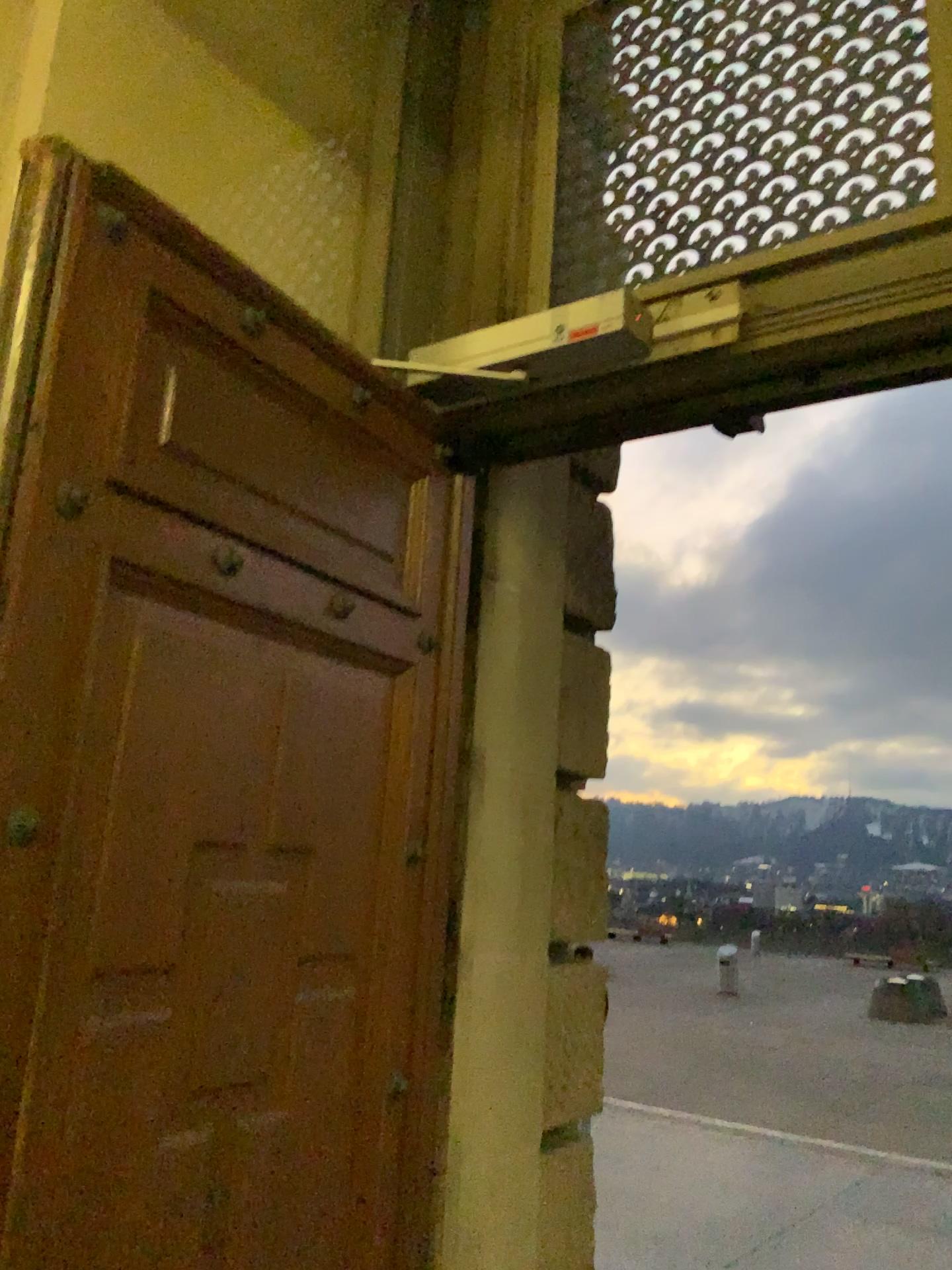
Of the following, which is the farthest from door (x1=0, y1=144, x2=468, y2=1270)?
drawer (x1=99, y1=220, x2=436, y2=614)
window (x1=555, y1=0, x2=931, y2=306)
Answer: window (x1=555, y1=0, x2=931, y2=306)

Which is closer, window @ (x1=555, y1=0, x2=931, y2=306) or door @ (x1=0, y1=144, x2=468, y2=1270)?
door @ (x1=0, y1=144, x2=468, y2=1270)

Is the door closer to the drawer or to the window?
the drawer

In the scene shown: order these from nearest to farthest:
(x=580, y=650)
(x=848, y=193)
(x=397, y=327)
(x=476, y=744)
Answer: (x=848, y=193) → (x=476, y=744) → (x=397, y=327) → (x=580, y=650)

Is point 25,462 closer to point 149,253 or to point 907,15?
point 149,253

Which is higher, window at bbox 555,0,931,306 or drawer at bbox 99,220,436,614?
window at bbox 555,0,931,306

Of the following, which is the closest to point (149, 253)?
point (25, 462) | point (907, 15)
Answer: point (25, 462)

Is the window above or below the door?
above

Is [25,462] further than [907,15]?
No
